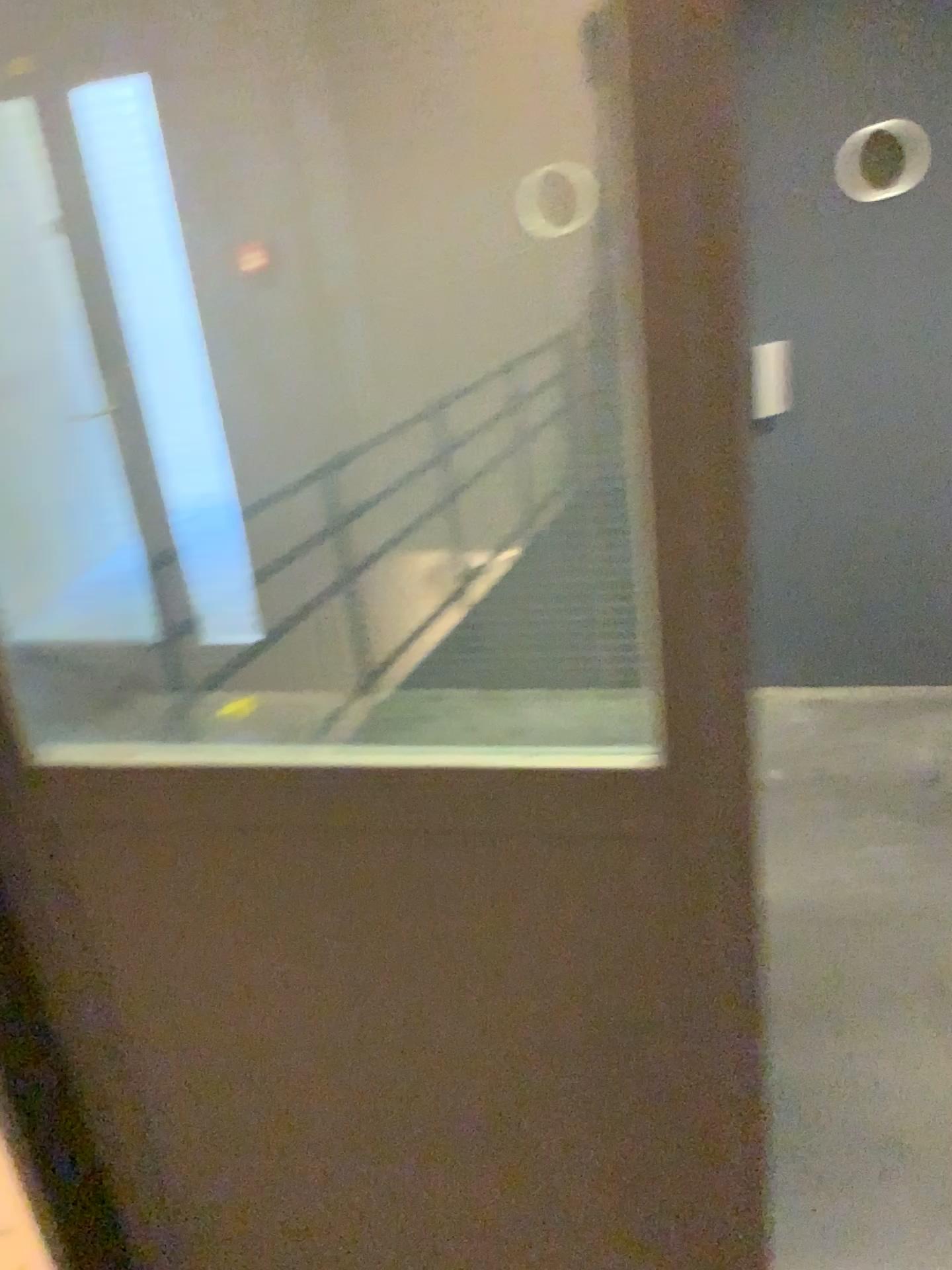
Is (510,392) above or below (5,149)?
below

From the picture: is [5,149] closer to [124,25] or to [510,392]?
[124,25]

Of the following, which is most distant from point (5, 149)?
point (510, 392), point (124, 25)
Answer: point (510, 392)

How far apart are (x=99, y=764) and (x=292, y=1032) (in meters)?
0.40
